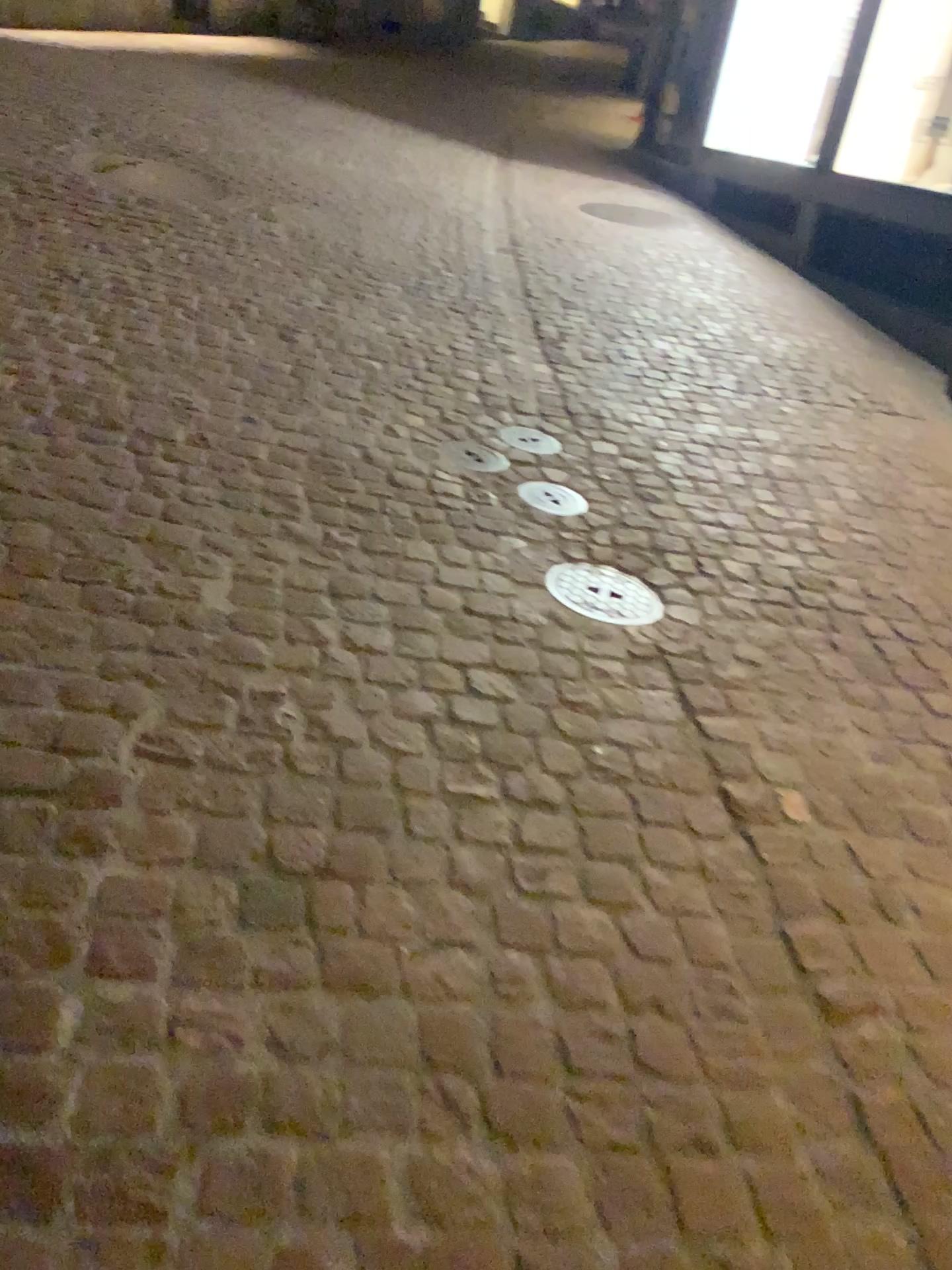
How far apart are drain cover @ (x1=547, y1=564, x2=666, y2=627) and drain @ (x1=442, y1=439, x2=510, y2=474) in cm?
58

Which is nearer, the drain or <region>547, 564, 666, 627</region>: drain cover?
<region>547, 564, 666, 627</region>: drain cover

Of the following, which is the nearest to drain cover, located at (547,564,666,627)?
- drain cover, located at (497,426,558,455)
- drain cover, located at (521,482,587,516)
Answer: drain cover, located at (521,482,587,516)

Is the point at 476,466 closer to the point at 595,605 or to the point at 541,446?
the point at 541,446

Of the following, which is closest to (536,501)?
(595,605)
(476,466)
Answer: (476,466)

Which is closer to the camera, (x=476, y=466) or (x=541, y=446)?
(x=476, y=466)

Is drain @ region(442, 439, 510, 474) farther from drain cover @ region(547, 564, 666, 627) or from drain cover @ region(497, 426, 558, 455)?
drain cover @ region(547, 564, 666, 627)

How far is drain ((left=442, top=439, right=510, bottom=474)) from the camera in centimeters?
310cm

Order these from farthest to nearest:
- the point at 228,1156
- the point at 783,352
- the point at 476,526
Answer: the point at 783,352
the point at 476,526
the point at 228,1156

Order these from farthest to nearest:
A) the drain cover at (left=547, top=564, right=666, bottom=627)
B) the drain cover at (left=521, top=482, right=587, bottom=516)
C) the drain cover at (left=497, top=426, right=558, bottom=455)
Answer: the drain cover at (left=497, top=426, right=558, bottom=455)
the drain cover at (left=521, top=482, right=587, bottom=516)
the drain cover at (left=547, top=564, right=666, bottom=627)
